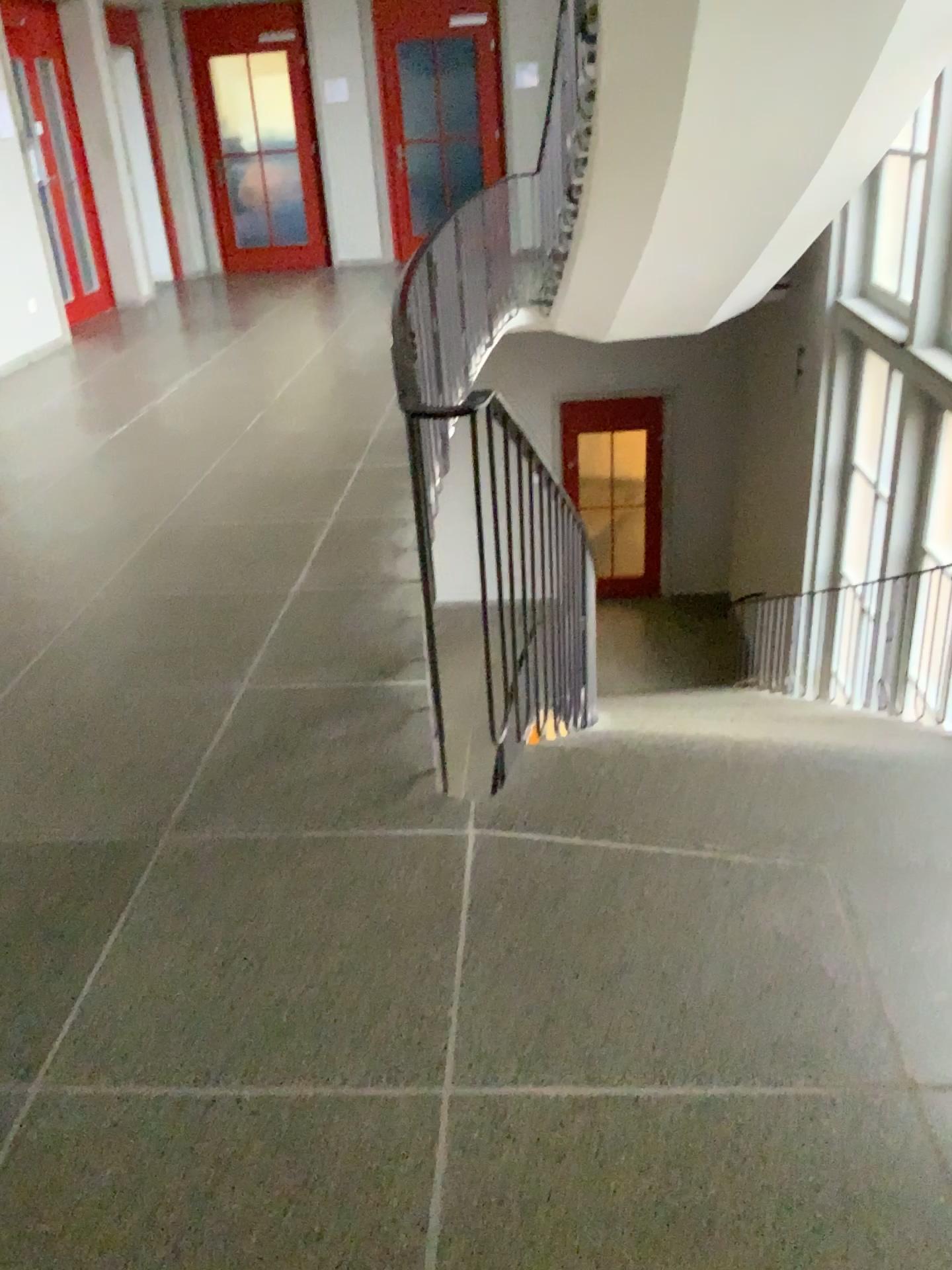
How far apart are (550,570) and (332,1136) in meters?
1.9 m
